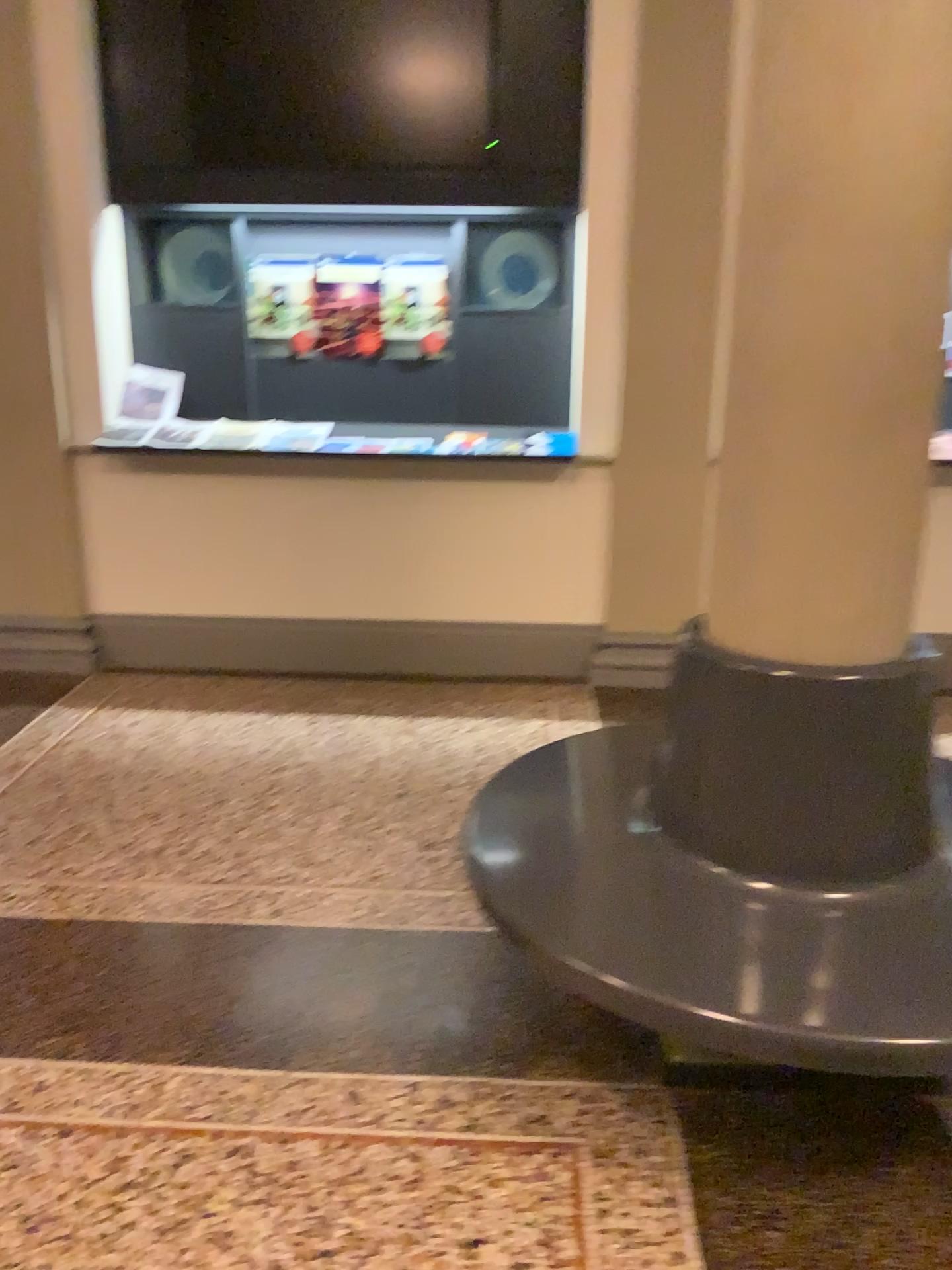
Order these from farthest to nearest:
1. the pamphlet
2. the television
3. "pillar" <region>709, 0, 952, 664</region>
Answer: the pamphlet, the television, "pillar" <region>709, 0, 952, 664</region>

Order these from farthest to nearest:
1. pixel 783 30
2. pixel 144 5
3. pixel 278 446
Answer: pixel 278 446
pixel 144 5
pixel 783 30

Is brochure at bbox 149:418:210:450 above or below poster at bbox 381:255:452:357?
below

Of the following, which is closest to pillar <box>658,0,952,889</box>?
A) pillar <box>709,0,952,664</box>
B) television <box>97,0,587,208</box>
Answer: pillar <box>709,0,952,664</box>

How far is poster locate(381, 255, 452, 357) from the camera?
4.6 meters

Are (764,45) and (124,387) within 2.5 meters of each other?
no

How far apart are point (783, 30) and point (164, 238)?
3.49m

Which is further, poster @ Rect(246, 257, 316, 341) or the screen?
poster @ Rect(246, 257, 316, 341)

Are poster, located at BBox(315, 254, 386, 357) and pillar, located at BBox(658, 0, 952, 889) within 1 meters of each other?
no

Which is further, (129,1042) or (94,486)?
(94,486)
